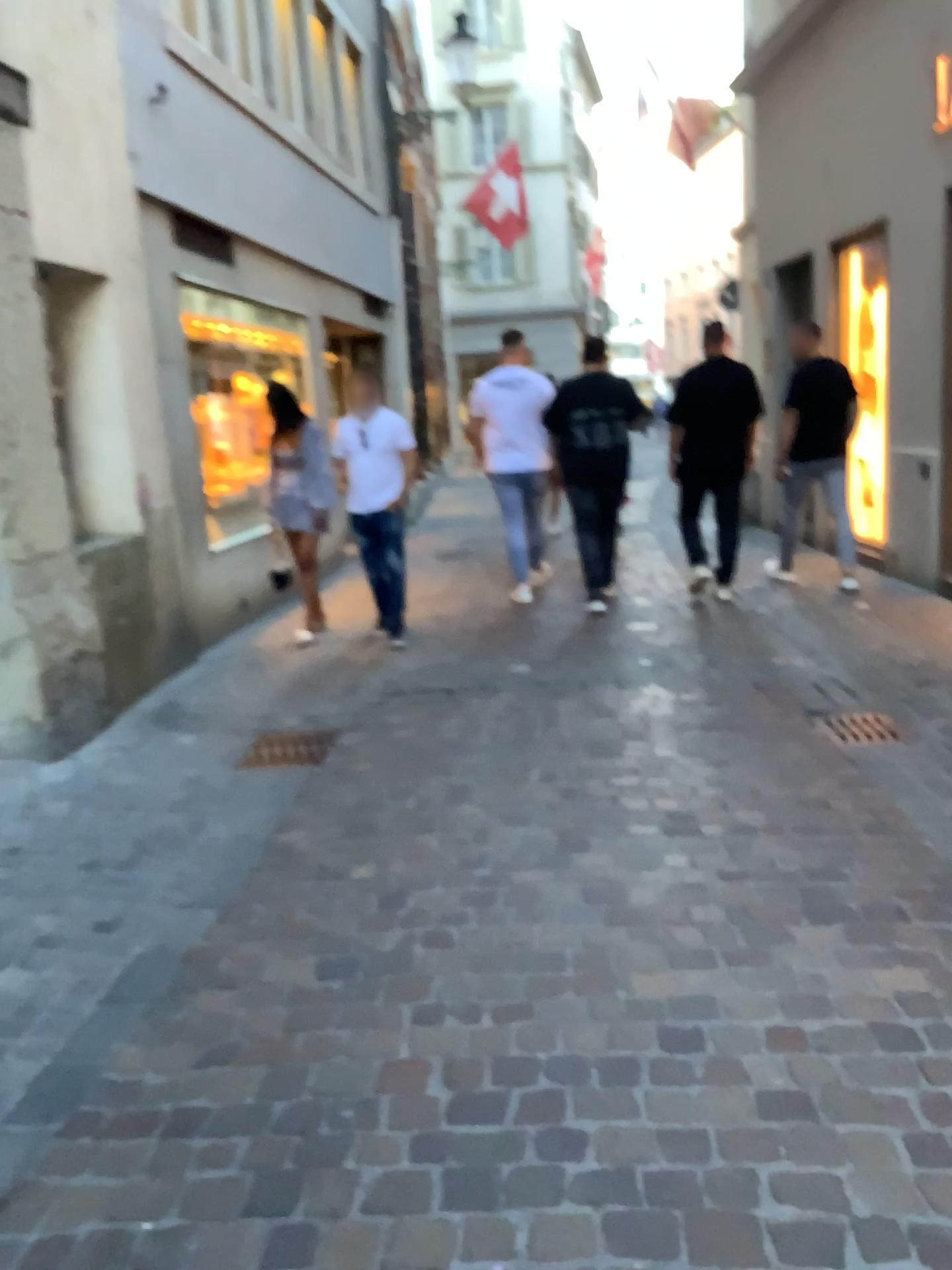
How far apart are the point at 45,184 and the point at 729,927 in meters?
3.9
